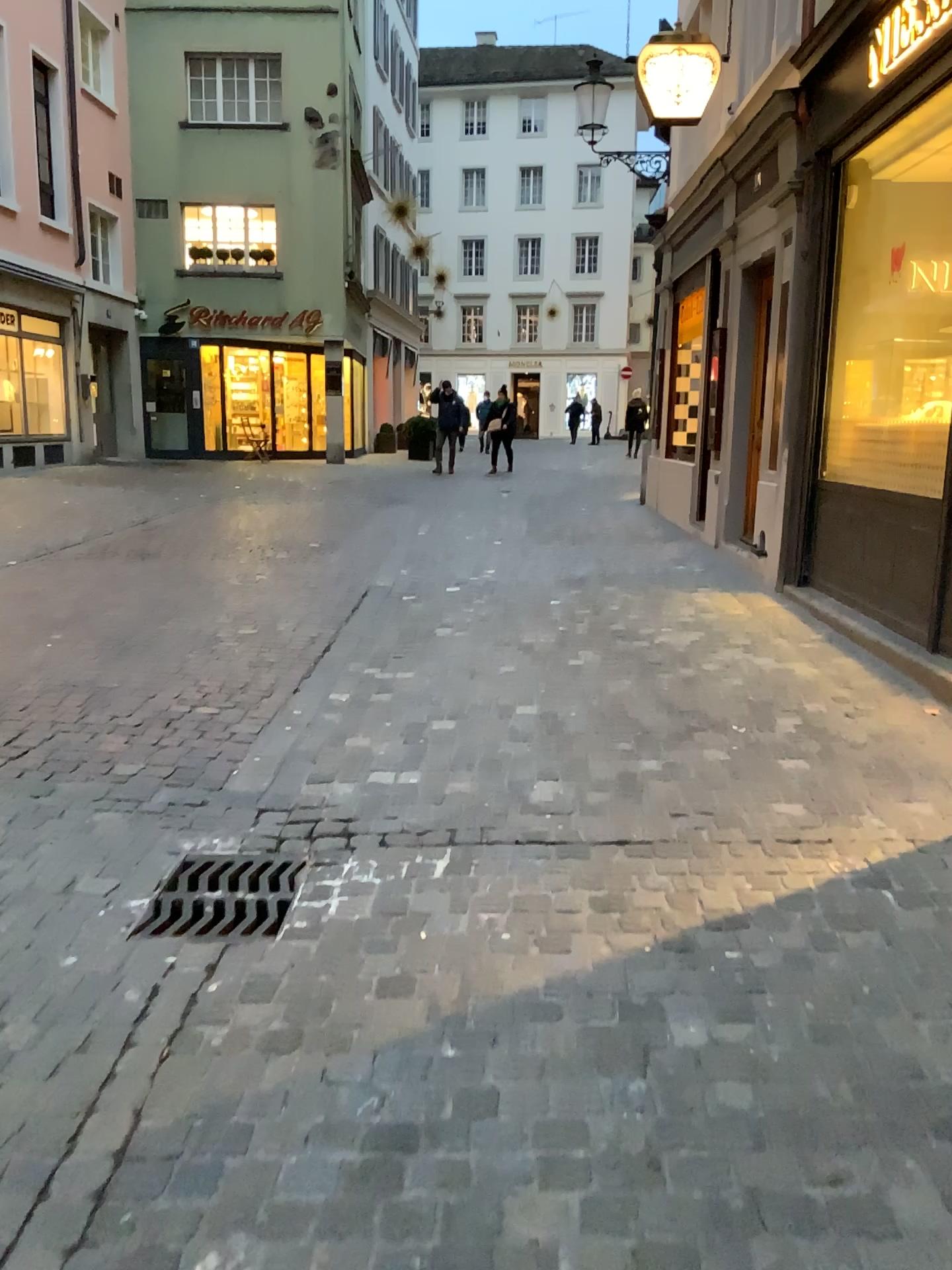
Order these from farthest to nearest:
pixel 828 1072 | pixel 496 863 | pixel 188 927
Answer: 1. pixel 496 863
2. pixel 188 927
3. pixel 828 1072
